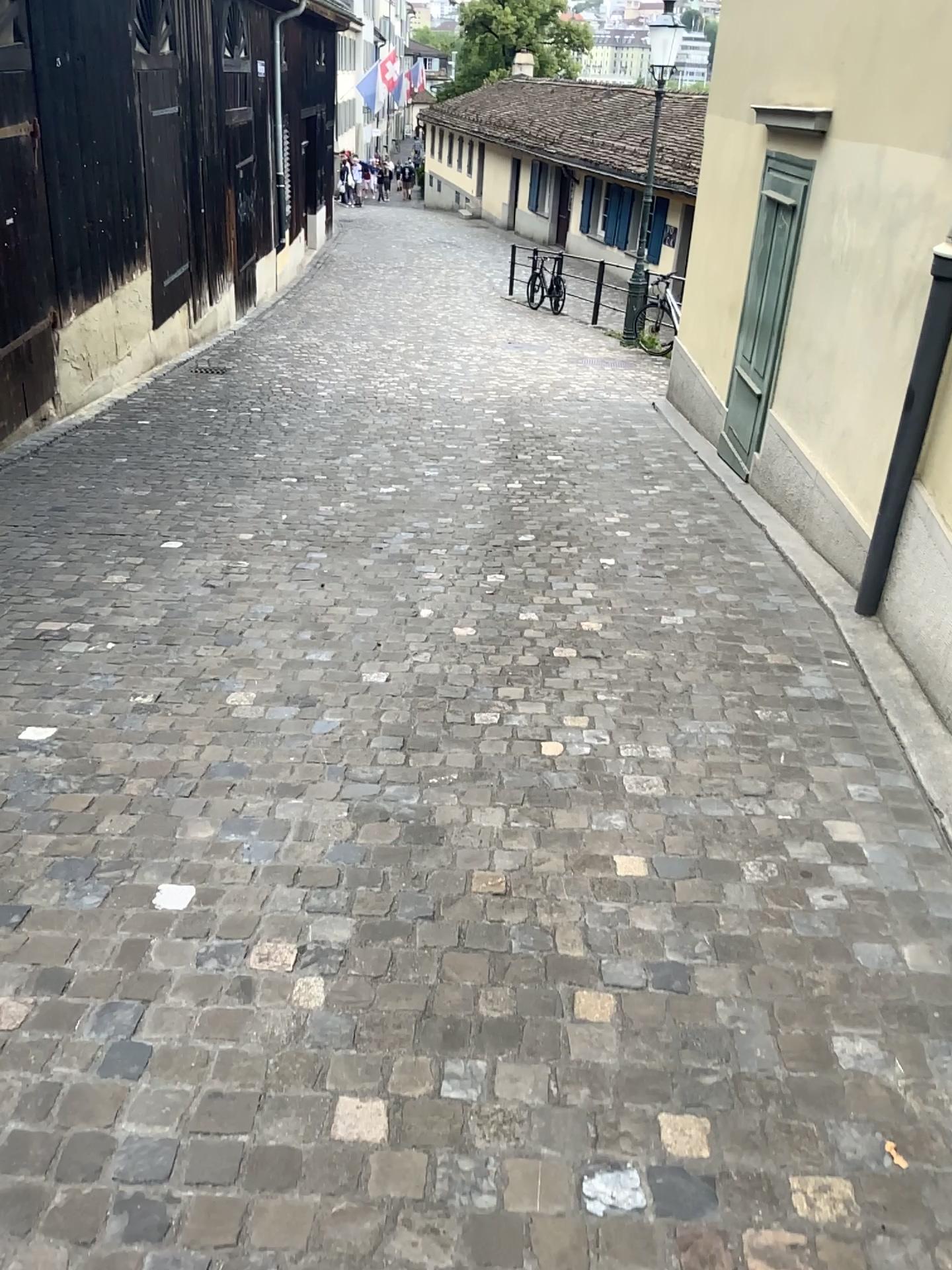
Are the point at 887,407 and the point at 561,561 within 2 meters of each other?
yes
